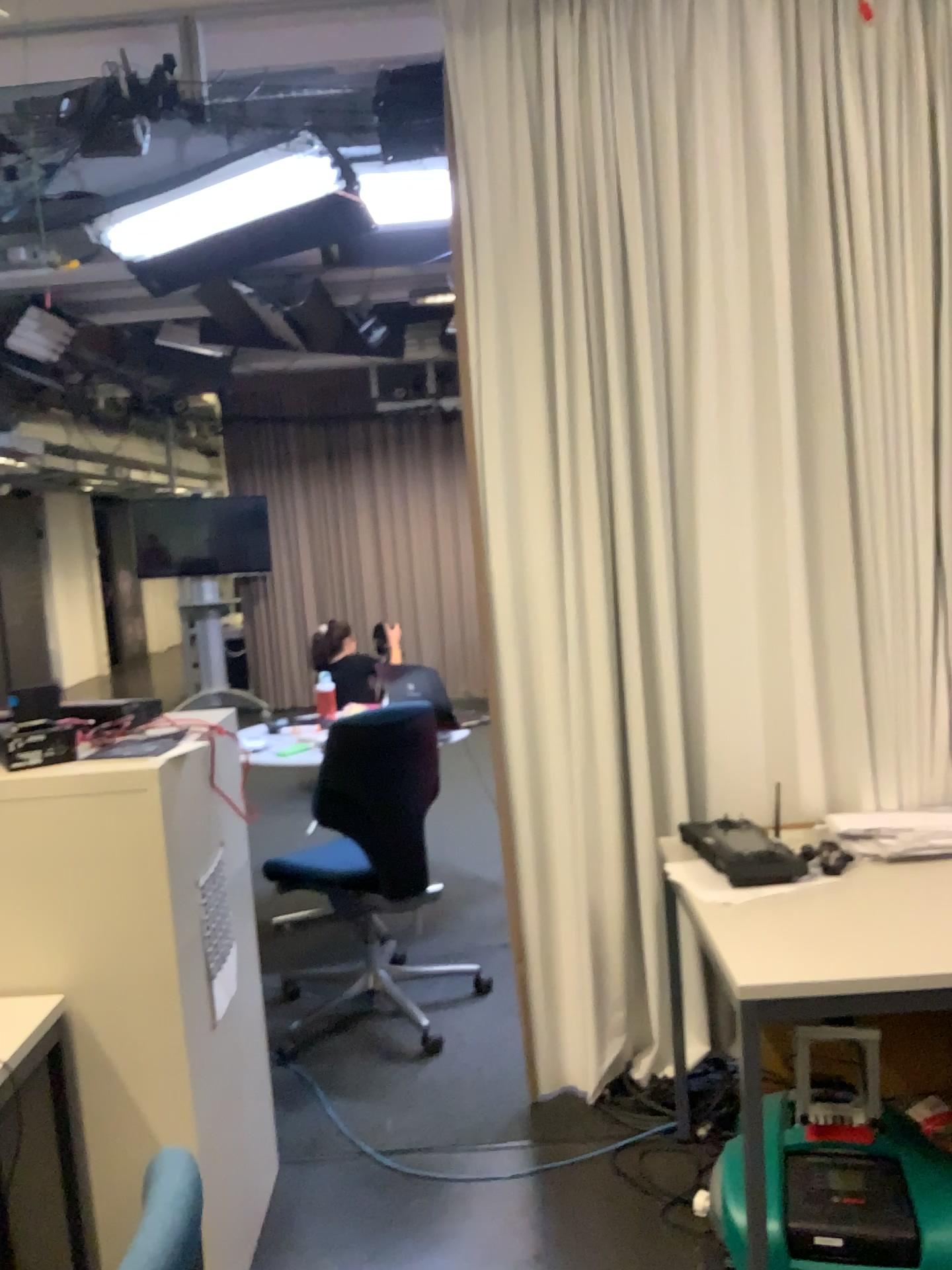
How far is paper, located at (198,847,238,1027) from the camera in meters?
2.0 m

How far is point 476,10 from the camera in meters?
2.5

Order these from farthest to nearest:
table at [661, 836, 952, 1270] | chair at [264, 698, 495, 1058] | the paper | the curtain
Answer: chair at [264, 698, 495, 1058]
the curtain
the paper
table at [661, 836, 952, 1270]

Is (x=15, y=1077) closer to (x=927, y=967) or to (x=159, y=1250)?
(x=159, y=1250)

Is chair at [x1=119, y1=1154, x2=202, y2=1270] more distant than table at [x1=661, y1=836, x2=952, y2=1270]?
No

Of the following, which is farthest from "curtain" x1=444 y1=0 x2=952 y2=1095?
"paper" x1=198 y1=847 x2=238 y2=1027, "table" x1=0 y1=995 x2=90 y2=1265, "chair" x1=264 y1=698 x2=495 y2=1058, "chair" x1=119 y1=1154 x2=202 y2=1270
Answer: "chair" x1=119 y1=1154 x2=202 y2=1270

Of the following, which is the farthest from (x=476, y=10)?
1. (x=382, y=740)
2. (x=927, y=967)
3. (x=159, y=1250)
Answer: (x=159, y=1250)

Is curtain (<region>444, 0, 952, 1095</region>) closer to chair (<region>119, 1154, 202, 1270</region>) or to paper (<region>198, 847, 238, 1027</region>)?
paper (<region>198, 847, 238, 1027</region>)

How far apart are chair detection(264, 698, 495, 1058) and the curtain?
0.4m

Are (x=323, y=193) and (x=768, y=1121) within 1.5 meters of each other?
no
